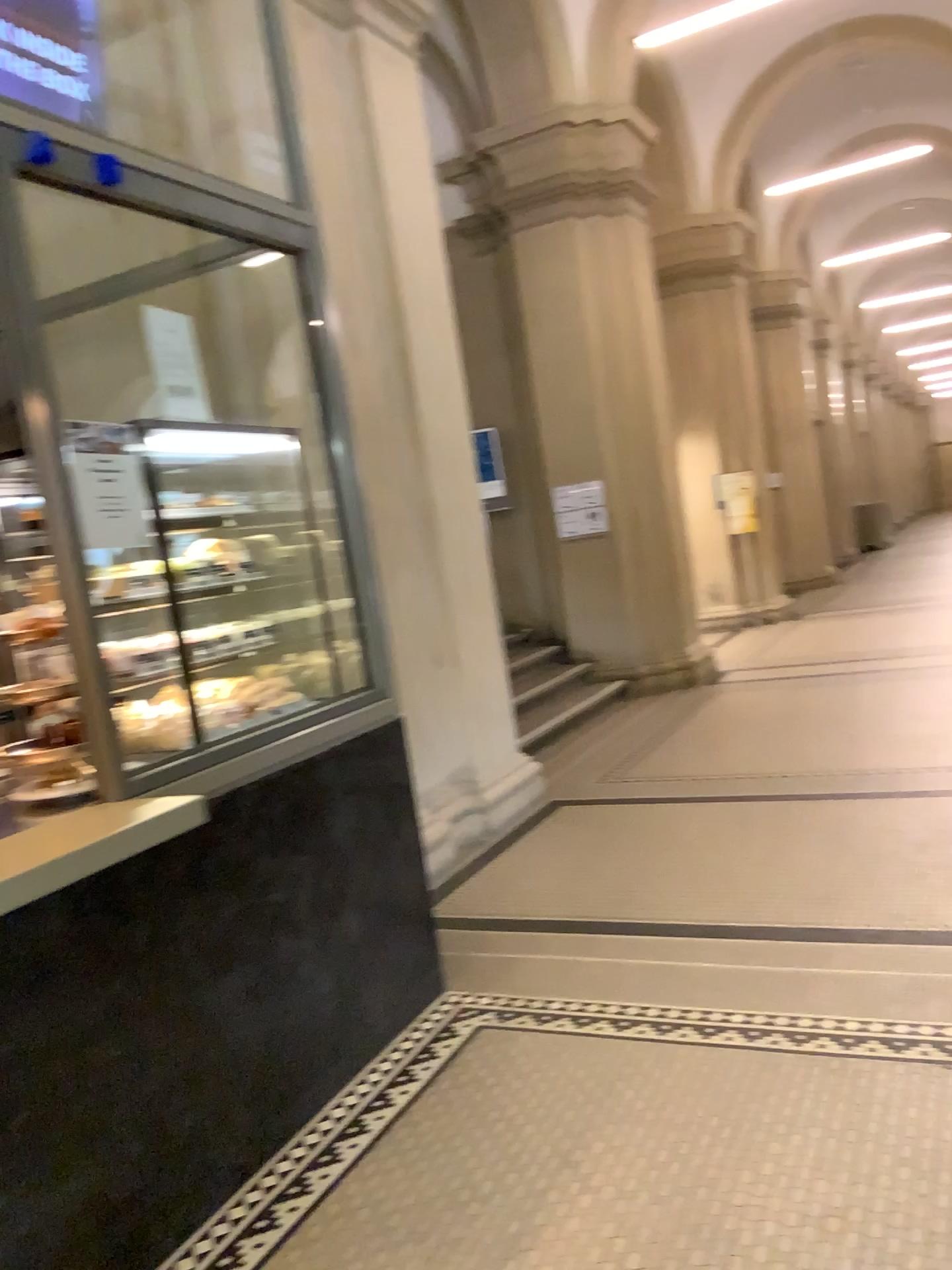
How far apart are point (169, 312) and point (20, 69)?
1.2 meters

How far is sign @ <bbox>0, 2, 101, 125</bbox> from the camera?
2.88m

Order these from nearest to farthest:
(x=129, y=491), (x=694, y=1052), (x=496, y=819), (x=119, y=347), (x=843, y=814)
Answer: (x=129, y=491)
(x=694, y=1052)
(x=119, y=347)
(x=843, y=814)
(x=496, y=819)

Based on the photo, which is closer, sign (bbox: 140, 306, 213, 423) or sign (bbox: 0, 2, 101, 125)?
sign (bbox: 0, 2, 101, 125)

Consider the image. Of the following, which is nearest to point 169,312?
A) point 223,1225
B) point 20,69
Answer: point 20,69

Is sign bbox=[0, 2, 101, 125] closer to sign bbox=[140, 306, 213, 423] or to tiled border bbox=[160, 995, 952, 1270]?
sign bbox=[140, 306, 213, 423]

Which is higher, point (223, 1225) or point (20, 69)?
point (20, 69)

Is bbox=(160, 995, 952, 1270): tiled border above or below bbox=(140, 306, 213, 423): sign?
below

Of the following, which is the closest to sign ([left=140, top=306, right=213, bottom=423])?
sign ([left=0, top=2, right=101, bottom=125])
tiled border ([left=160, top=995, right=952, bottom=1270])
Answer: sign ([left=0, top=2, right=101, bottom=125])

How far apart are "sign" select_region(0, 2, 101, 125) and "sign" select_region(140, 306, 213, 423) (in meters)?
0.96
